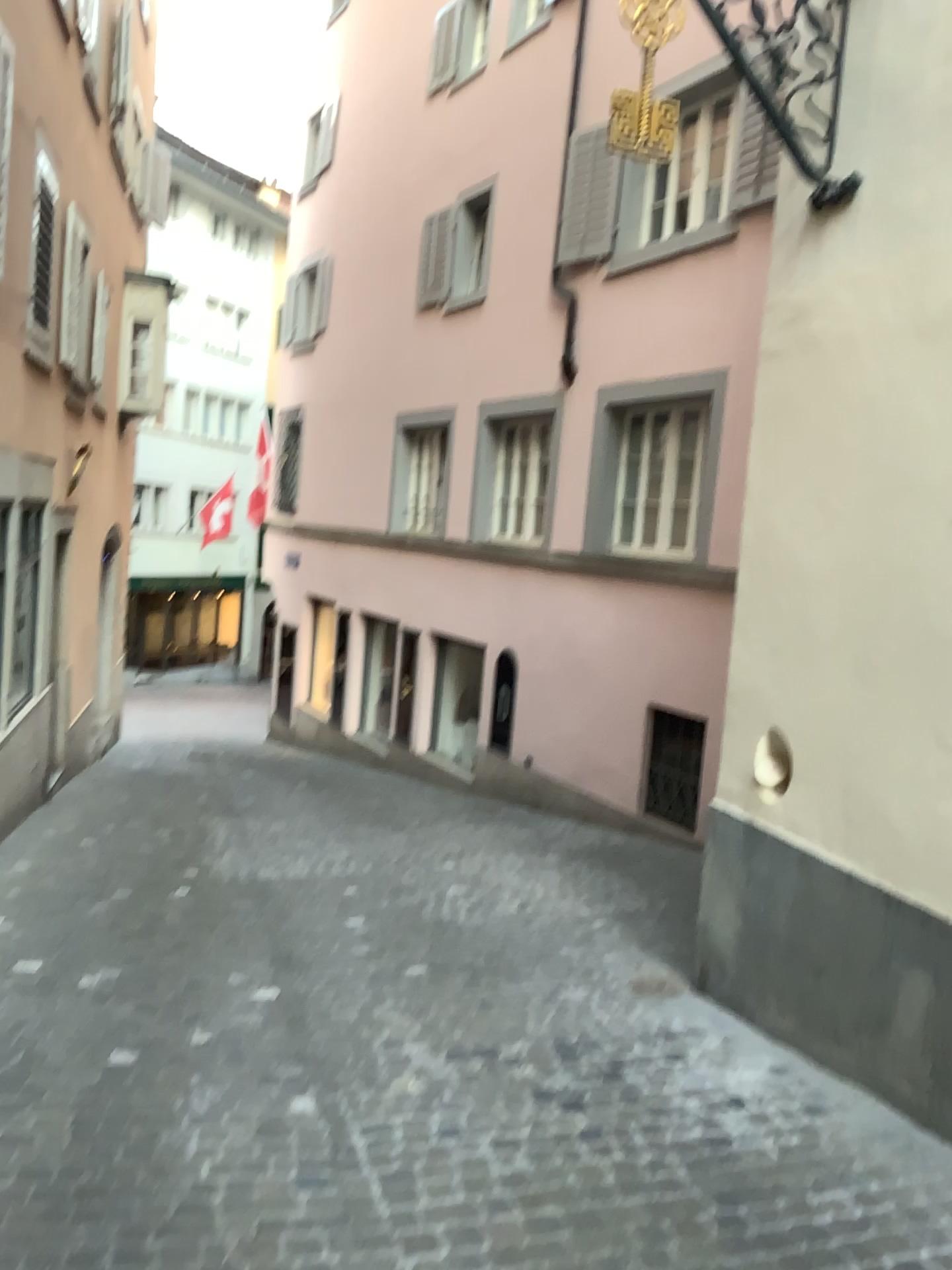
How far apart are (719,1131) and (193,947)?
2.7 meters
